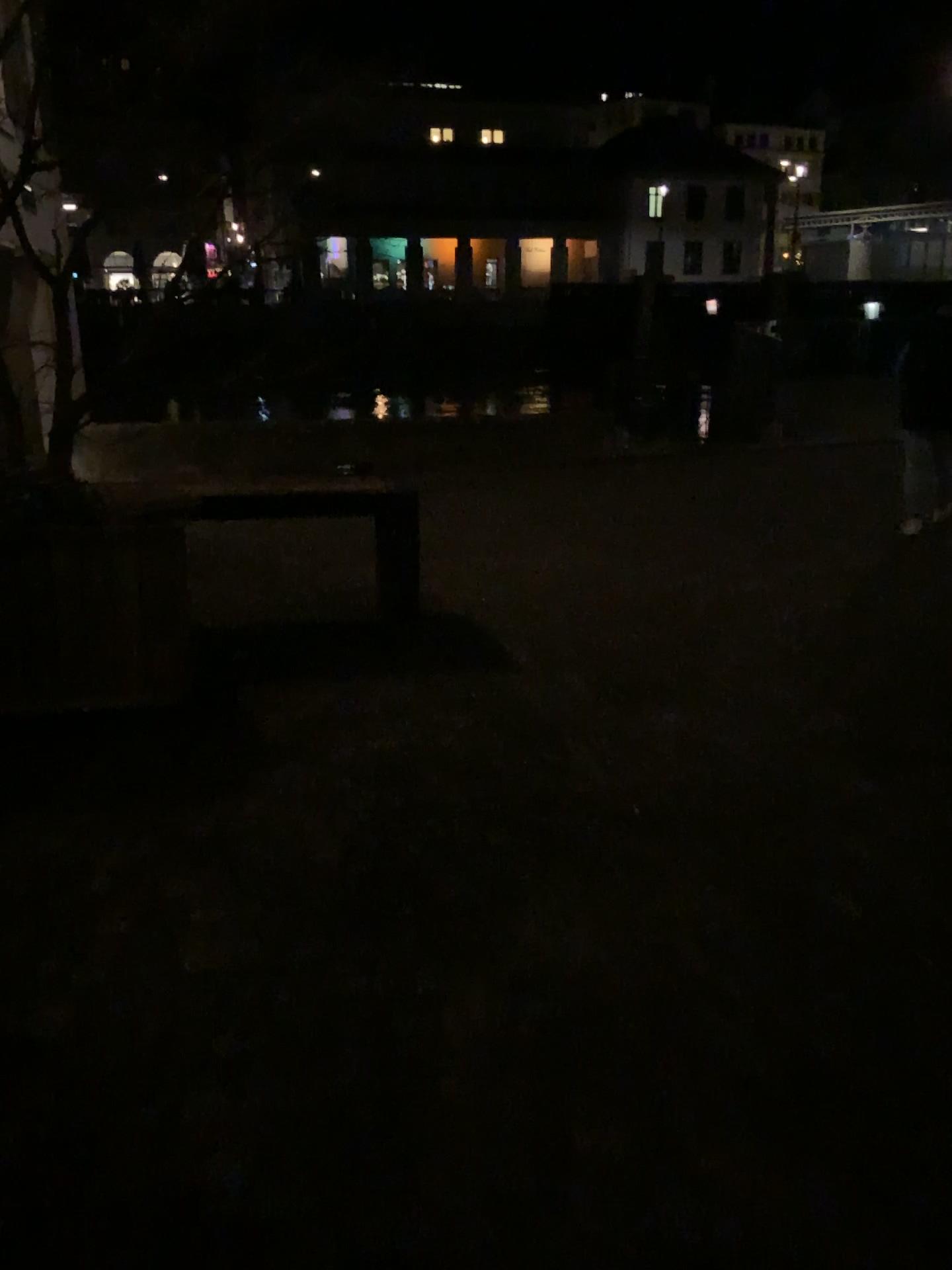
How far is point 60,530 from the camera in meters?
3.8

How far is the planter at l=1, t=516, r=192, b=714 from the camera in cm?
376

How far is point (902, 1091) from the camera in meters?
2.0 m
